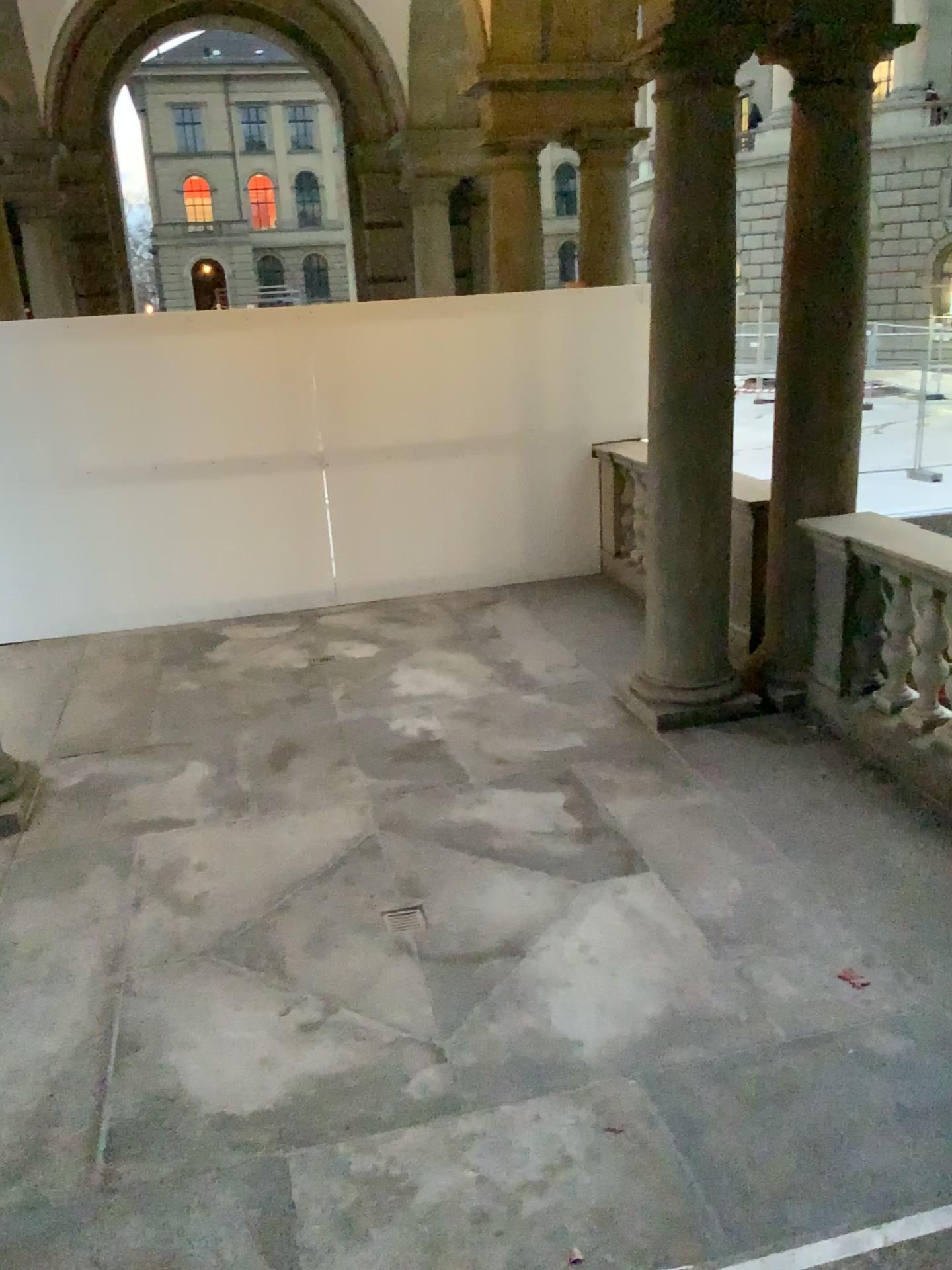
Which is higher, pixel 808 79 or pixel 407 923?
pixel 808 79

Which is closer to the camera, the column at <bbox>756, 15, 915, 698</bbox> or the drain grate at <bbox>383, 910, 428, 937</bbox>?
the drain grate at <bbox>383, 910, 428, 937</bbox>

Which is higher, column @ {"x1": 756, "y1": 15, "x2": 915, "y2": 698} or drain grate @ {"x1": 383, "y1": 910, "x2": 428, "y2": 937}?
column @ {"x1": 756, "y1": 15, "x2": 915, "y2": 698}

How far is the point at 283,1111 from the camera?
2.9 meters

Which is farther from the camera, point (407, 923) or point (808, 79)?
point (808, 79)
